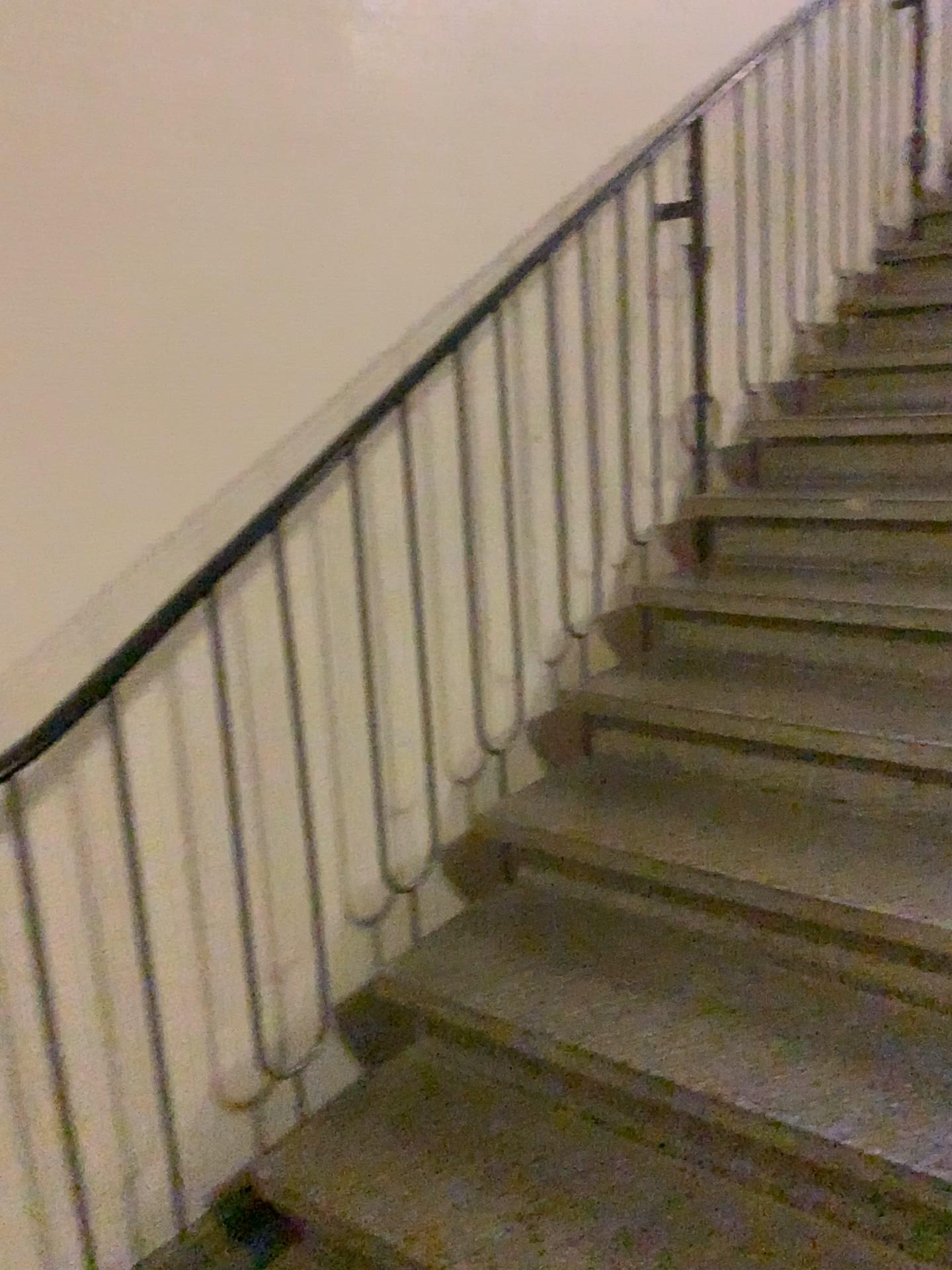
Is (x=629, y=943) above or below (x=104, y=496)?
below
